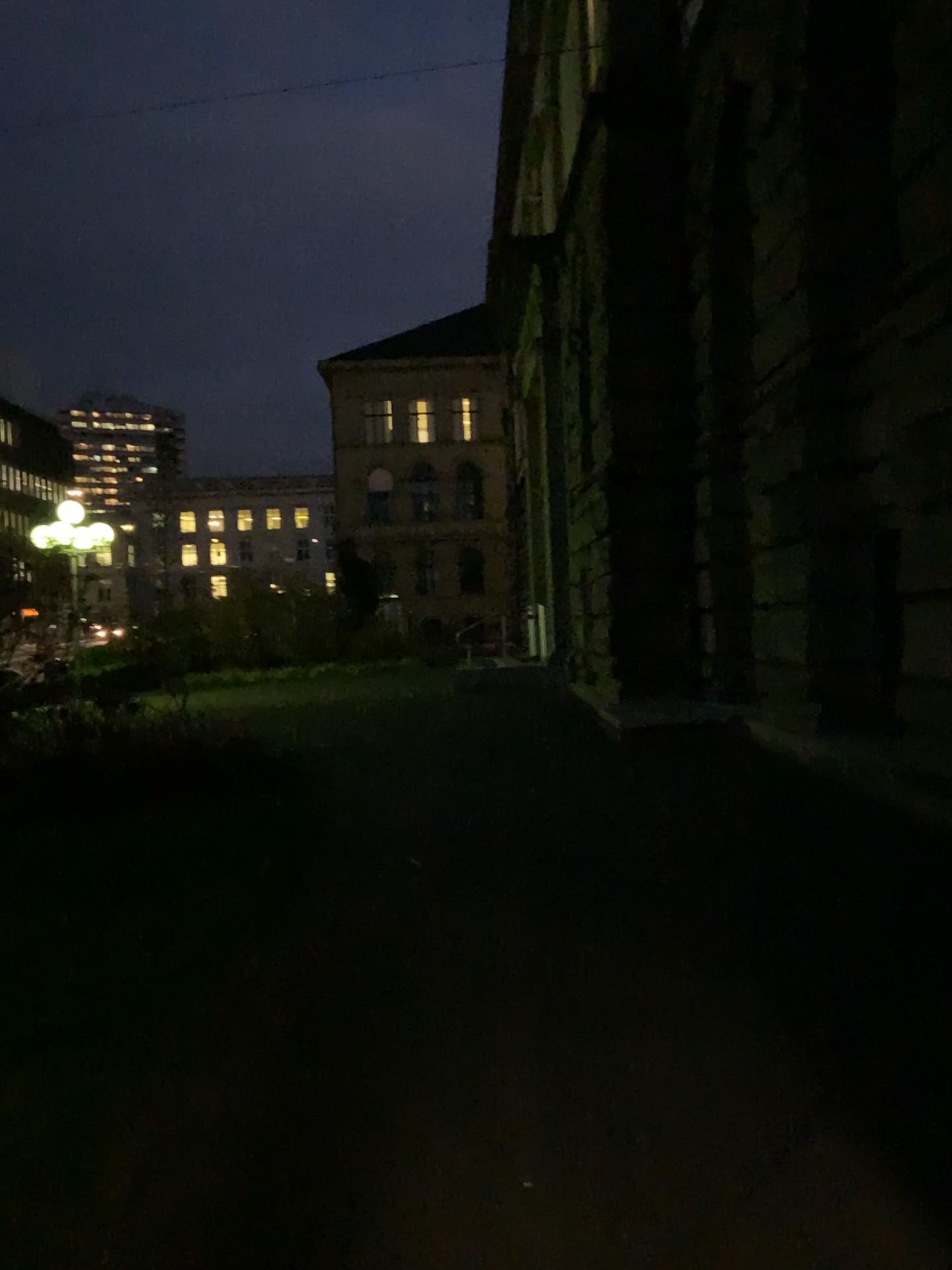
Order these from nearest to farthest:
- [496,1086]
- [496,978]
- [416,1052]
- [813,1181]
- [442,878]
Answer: [813,1181]
[496,1086]
[416,1052]
[496,978]
[442,878]
